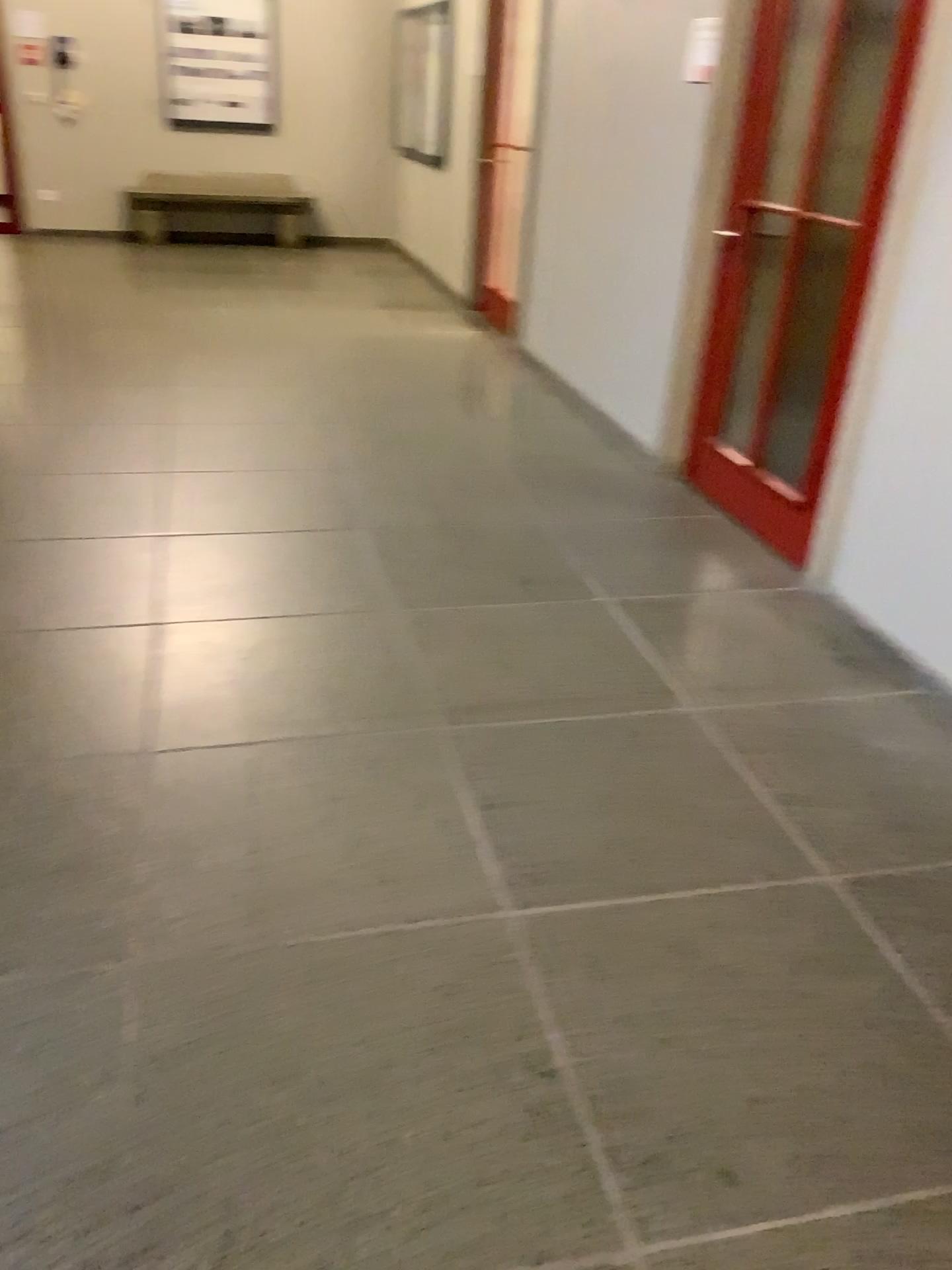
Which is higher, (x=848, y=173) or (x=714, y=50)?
(x=714, y=50)

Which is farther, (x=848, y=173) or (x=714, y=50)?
(x=714, y=50)

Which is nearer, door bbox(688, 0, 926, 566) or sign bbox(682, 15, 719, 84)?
door bbox(688, 0, 926, 566)

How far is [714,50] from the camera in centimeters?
384cm

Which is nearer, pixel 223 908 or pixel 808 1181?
pixel 808 1181

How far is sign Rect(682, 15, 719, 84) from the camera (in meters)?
3.84
